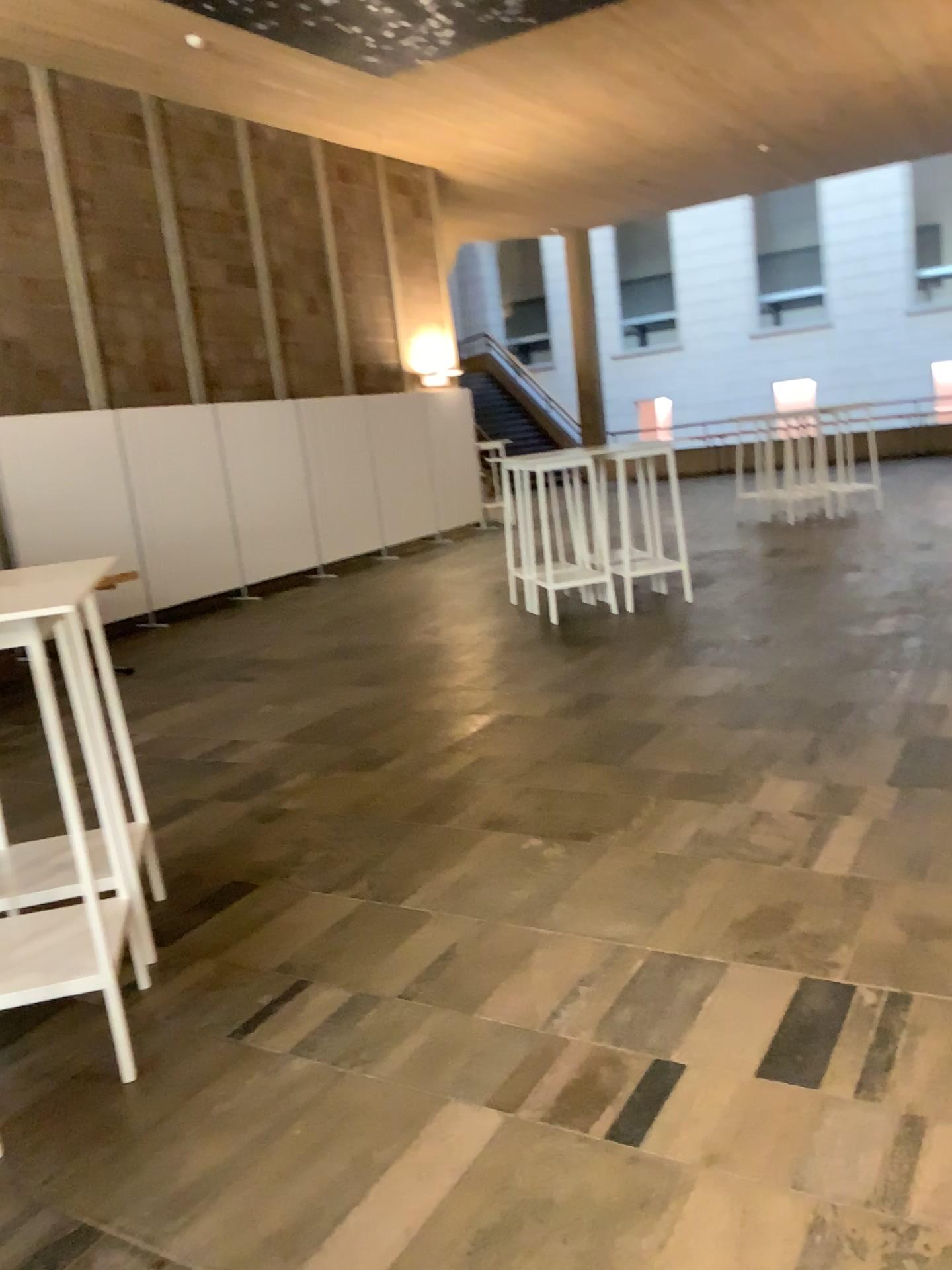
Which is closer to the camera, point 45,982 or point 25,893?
point 45,982

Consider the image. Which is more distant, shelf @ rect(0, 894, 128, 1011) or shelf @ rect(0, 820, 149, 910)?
shelf @ rect(0, 820, 149, 910)

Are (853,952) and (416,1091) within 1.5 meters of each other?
yes

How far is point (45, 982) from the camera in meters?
2.6 m

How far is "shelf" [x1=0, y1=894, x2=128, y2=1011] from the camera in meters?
2.6 m
